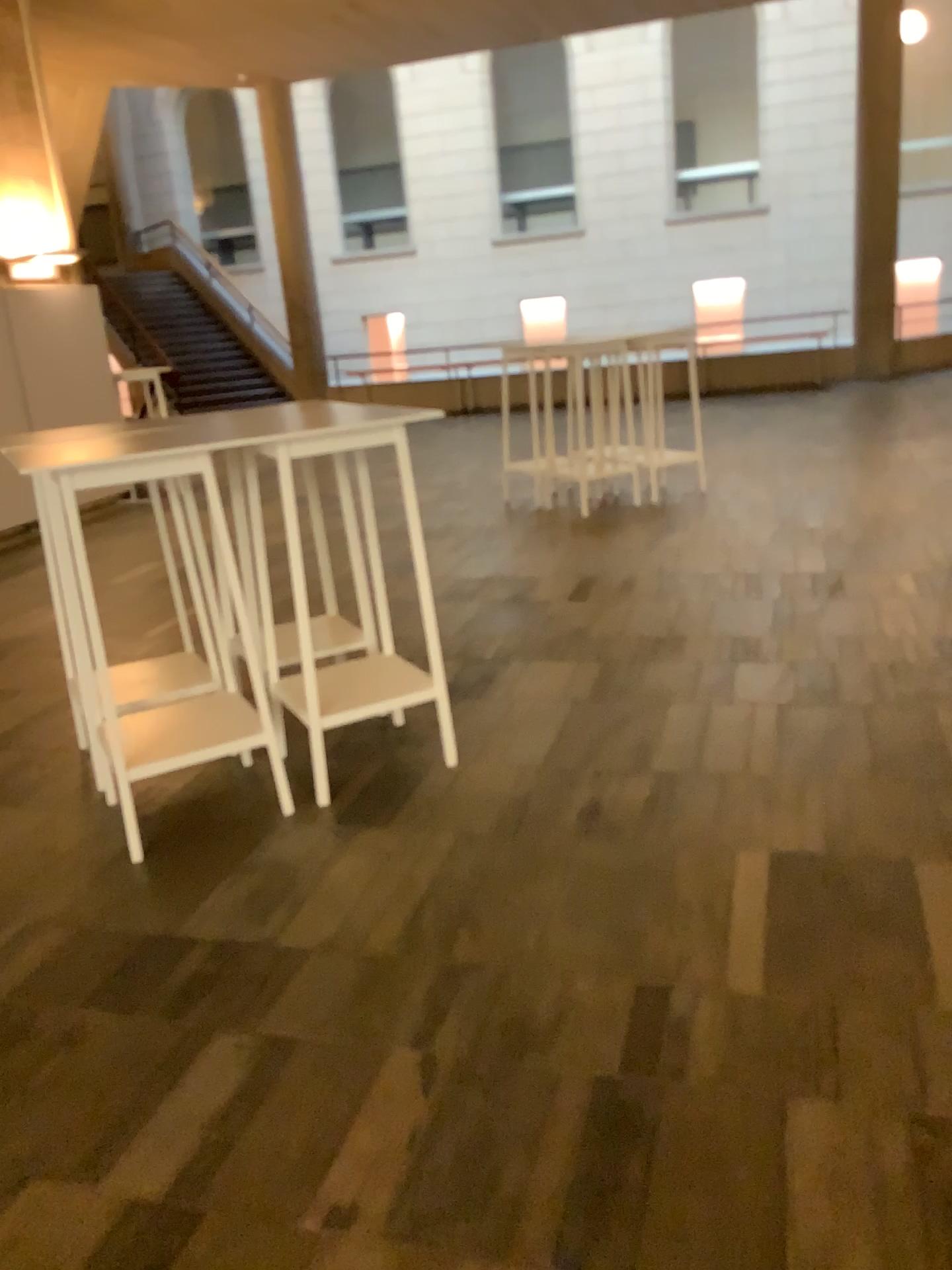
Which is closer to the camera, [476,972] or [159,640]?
[476,972]
